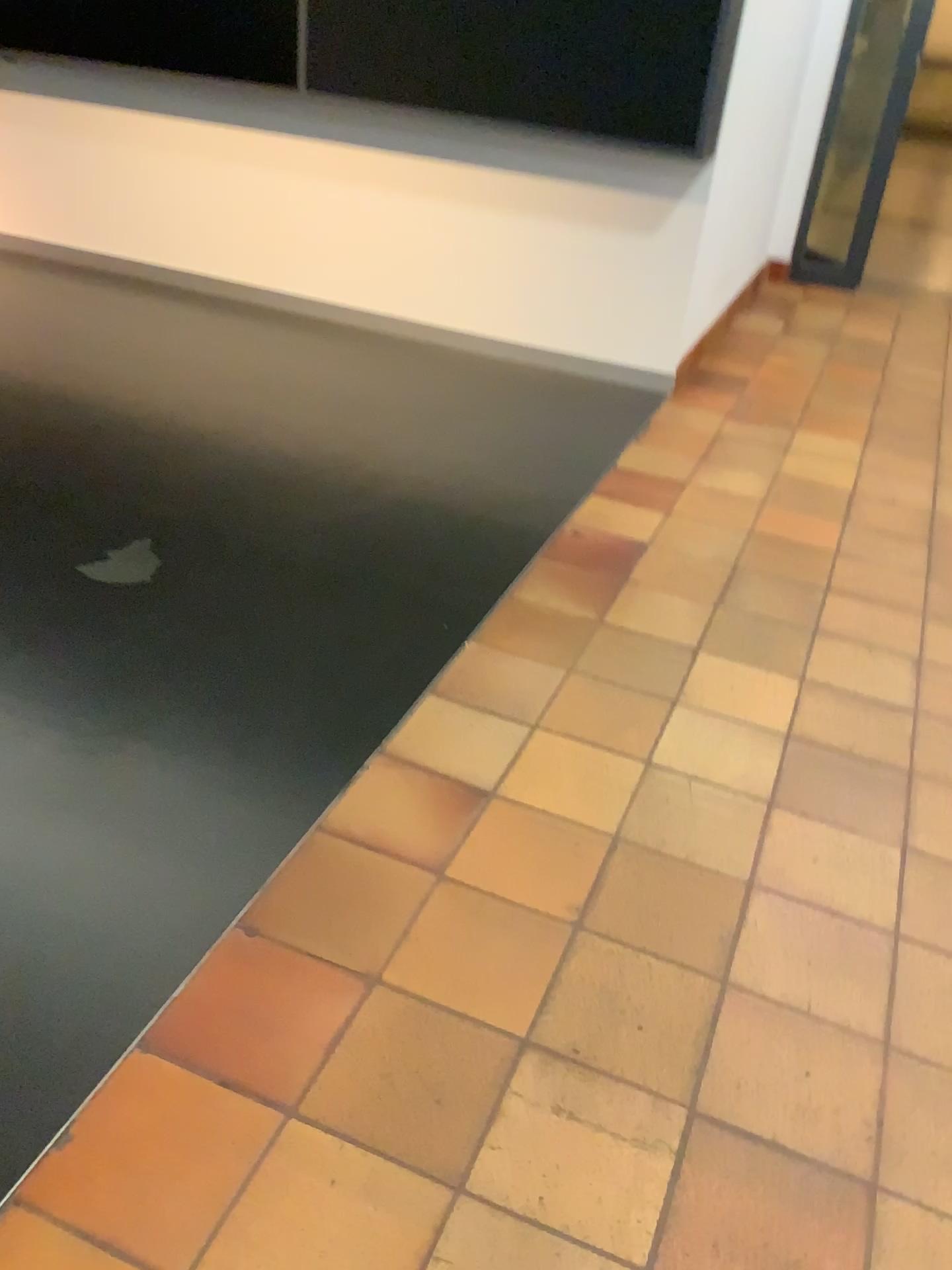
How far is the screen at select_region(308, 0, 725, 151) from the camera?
3.5 meters

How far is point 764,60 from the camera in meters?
3.9 m

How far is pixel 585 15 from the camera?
3.46m
